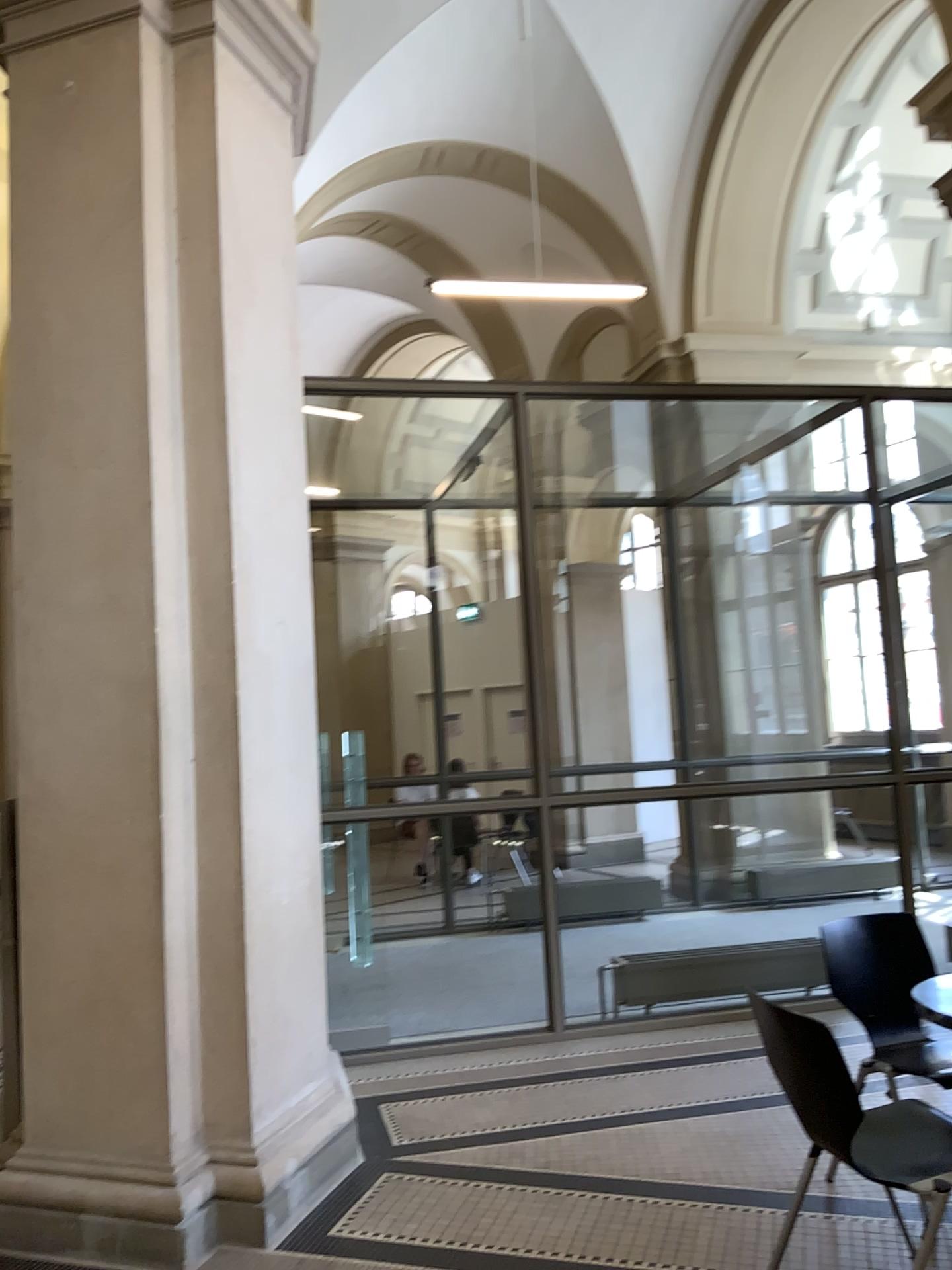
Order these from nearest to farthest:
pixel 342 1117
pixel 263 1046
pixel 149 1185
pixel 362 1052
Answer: pixel 149 1185, pixel 263 1046, pixel 342 1117, pixel 362 1052
